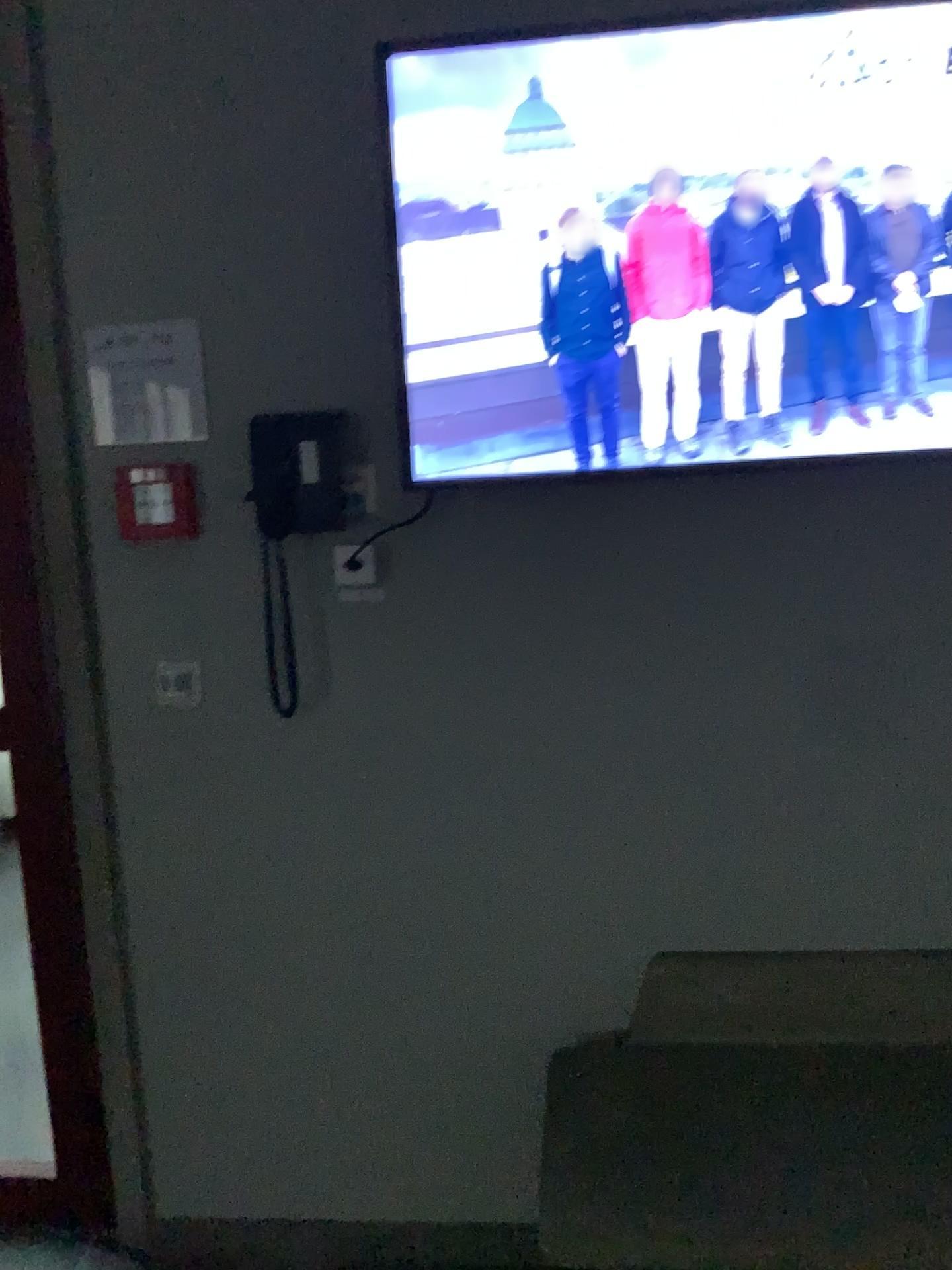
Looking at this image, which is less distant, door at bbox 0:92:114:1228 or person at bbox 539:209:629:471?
person at bbox 539:209:629:471

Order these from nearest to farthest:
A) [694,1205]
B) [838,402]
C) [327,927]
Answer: [694,1205], [838,402], [327,927]

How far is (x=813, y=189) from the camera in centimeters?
169cm

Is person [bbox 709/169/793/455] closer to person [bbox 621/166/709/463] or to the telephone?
person [bbox 621/166/709/463]

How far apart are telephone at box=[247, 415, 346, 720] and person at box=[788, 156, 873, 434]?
0.8 meters

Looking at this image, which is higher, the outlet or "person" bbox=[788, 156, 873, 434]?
"person" bbox=[788, 156, 873, 434]

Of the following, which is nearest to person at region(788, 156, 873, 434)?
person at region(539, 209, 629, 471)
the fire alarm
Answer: person at region(539, 209, 629, 471)

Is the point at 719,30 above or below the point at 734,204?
above

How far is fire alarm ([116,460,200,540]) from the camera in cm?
192

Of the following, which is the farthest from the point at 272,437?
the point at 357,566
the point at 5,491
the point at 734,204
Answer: the point at 734,204
